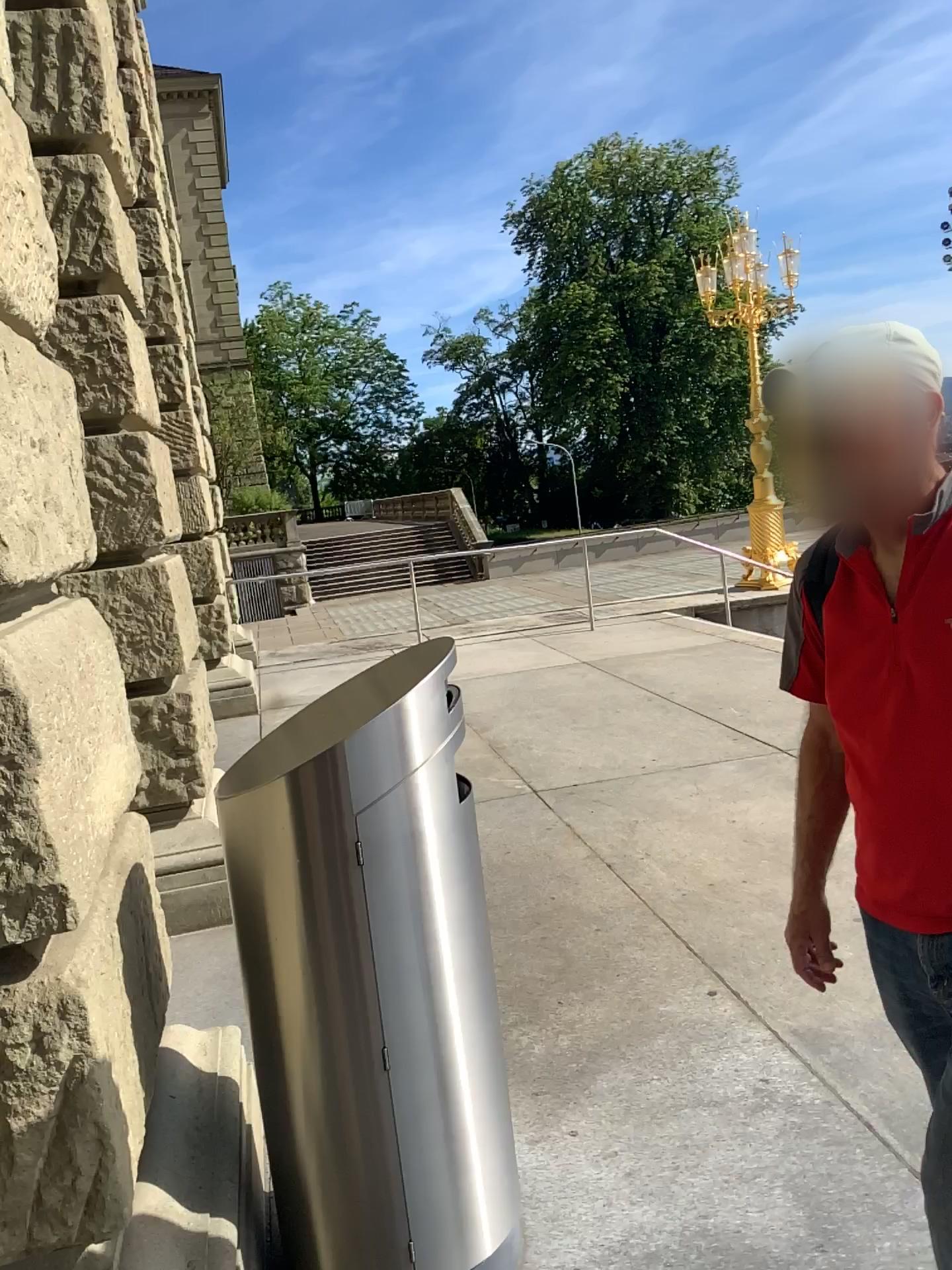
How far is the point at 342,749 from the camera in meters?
1.9

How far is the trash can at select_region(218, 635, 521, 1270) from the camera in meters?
1.9 m

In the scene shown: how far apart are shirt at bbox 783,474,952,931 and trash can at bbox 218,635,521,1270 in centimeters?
72cm

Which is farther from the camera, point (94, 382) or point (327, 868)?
point (94, 382)

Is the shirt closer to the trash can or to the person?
the person

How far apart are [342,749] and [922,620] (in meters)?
0.99

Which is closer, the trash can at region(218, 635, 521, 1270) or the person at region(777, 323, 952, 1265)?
the person at region(777, 323, 952, 1265)

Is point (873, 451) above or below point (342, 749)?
above

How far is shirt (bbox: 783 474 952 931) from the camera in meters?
1.4 m

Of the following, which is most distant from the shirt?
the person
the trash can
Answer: the trash can
